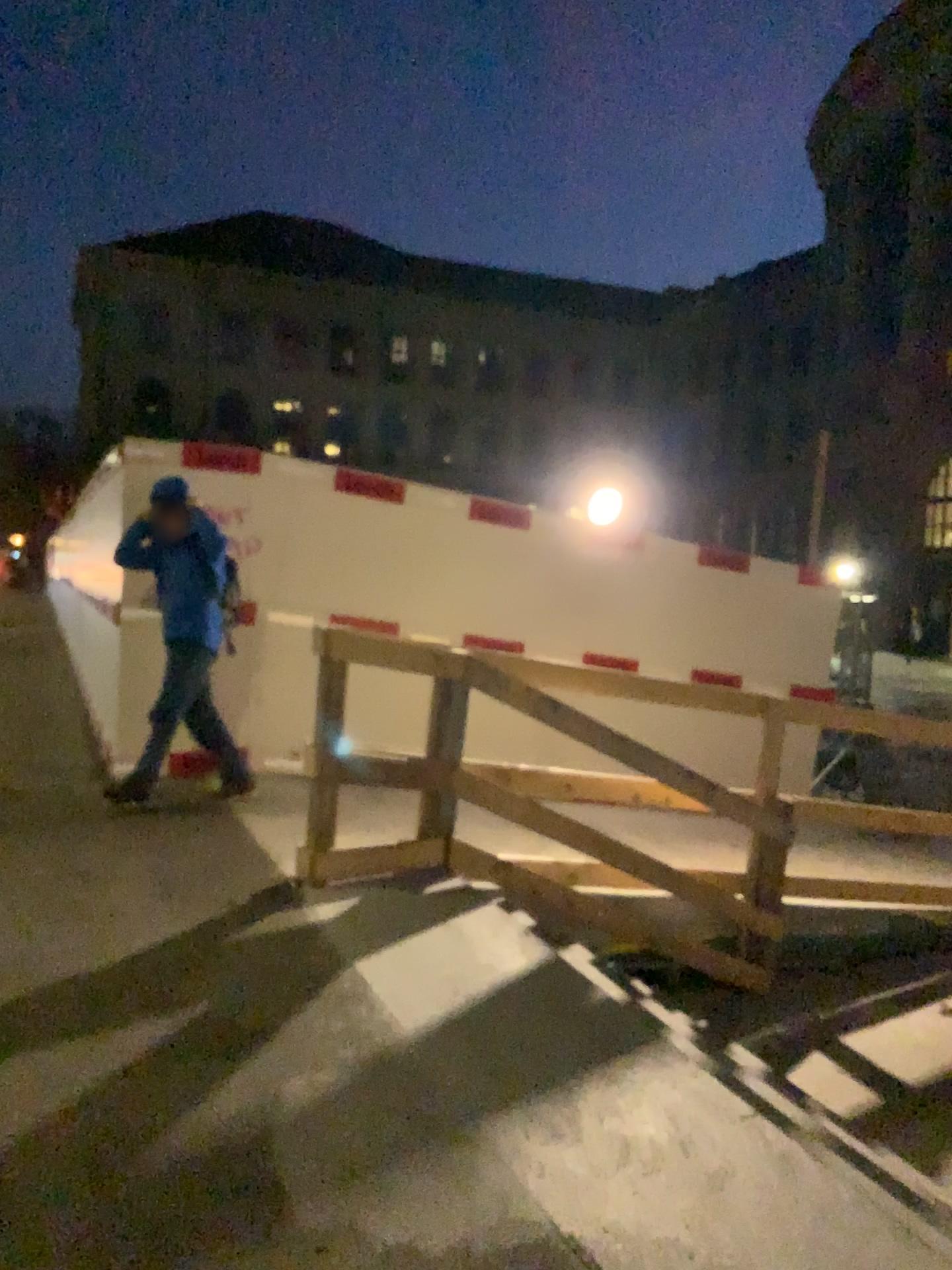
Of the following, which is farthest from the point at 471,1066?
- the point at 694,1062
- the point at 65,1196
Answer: the point at 65,1196
